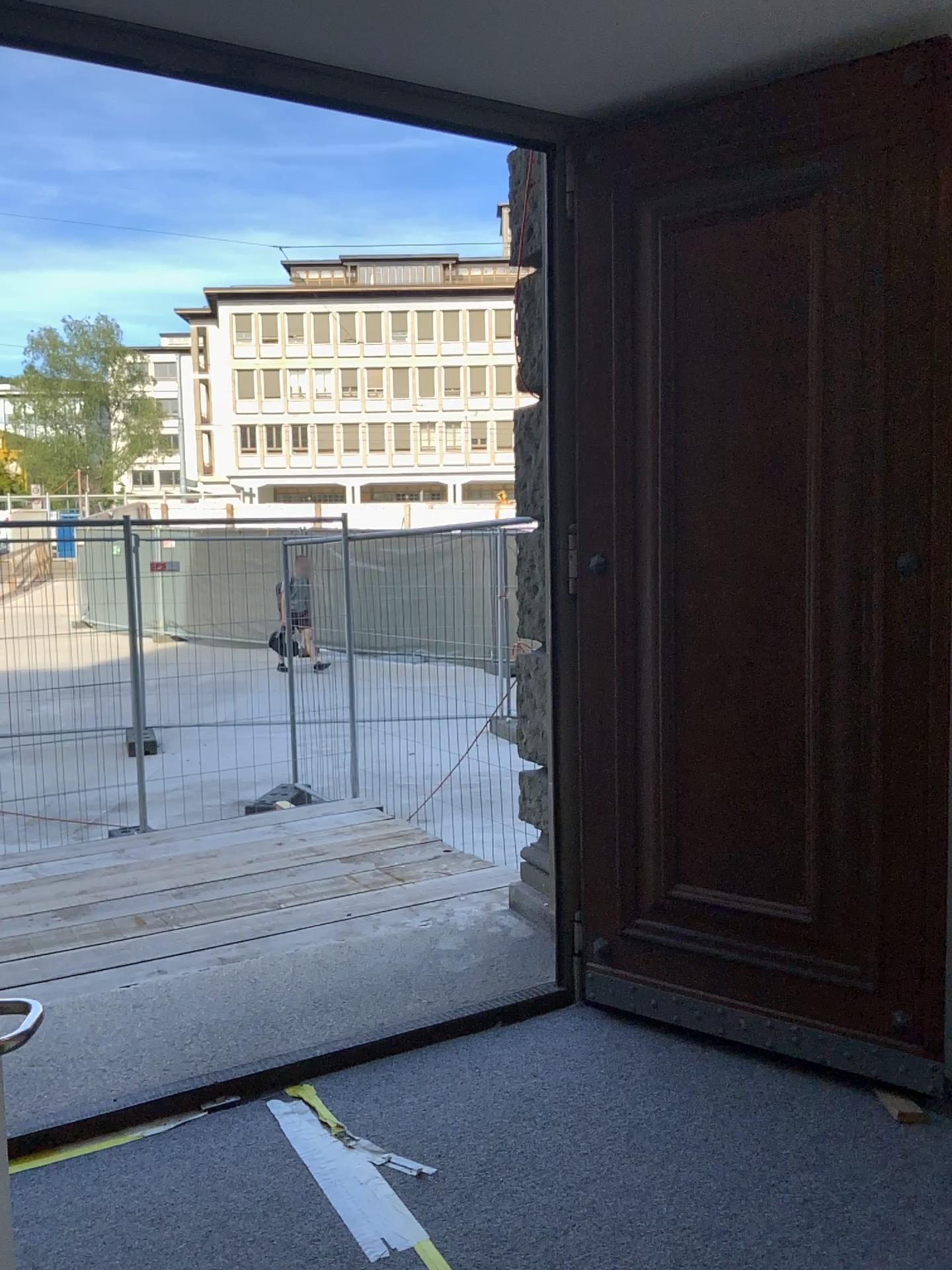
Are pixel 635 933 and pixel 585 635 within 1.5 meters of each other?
yes
